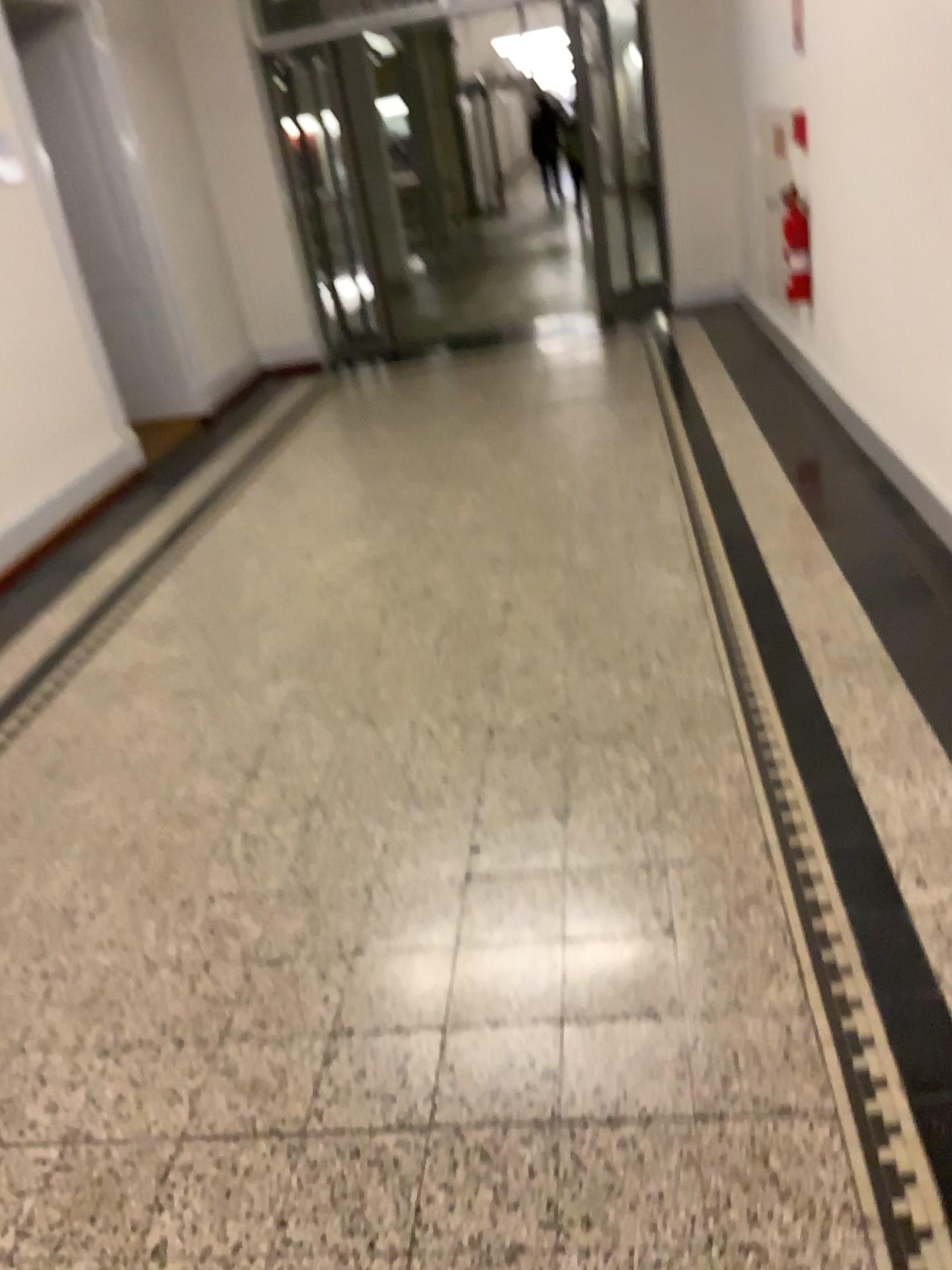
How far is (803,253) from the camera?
4.8 meters

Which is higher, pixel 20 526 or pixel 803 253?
pixel 803 253

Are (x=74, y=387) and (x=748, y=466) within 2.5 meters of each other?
no

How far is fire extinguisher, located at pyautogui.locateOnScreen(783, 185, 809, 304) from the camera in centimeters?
478cm
